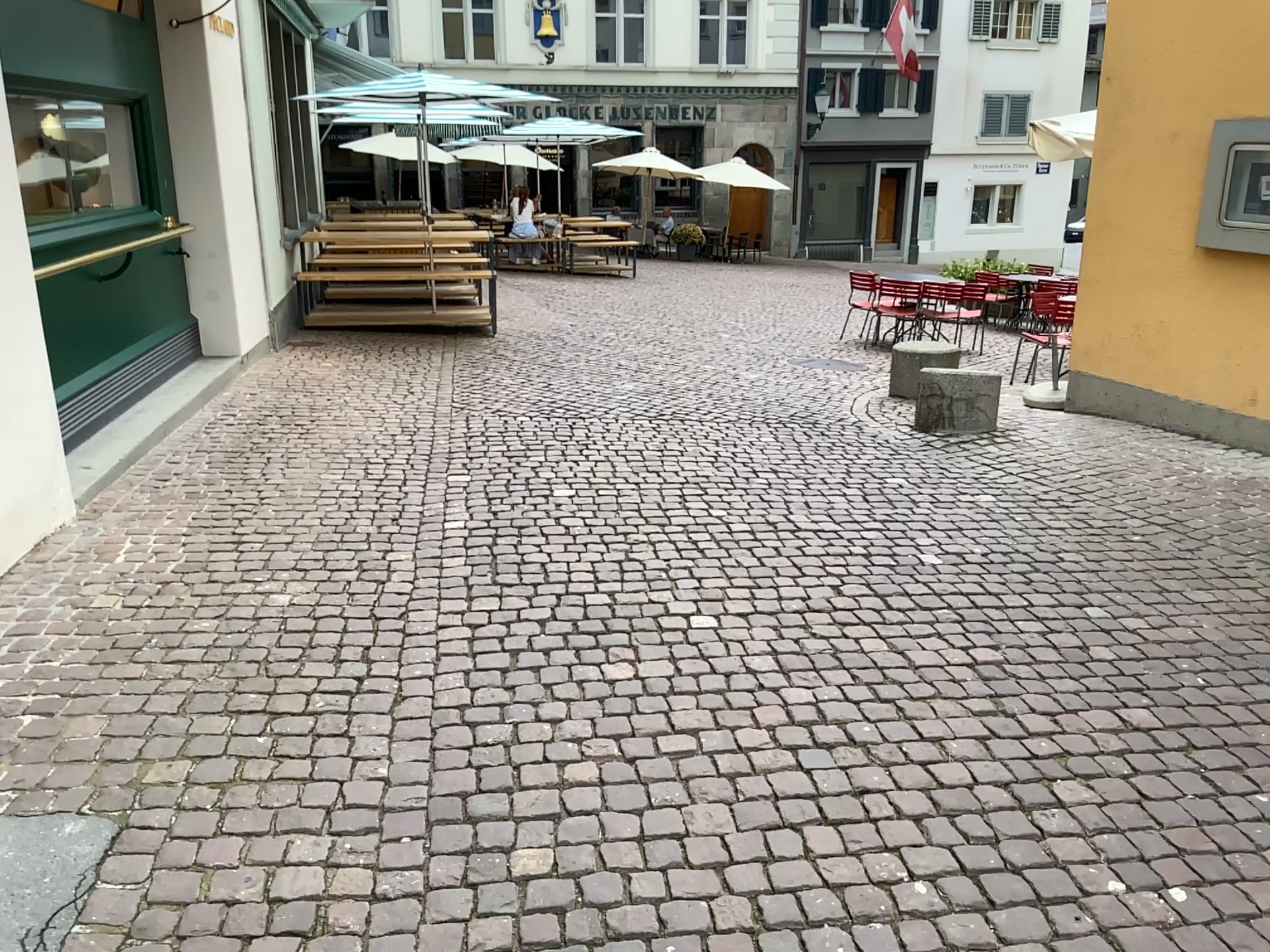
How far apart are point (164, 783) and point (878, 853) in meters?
1.7 m
